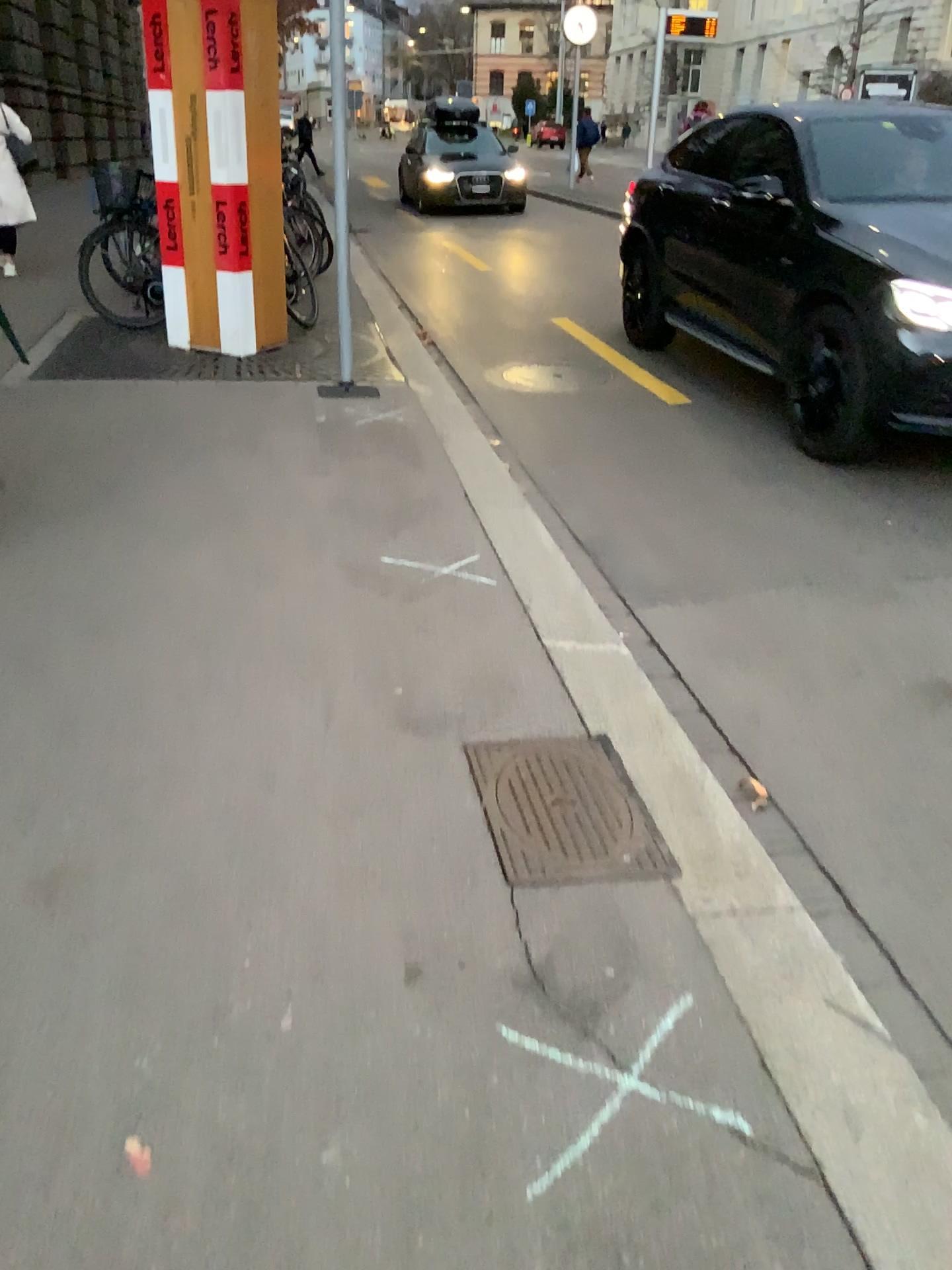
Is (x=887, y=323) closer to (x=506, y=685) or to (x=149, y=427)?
(x=506, y=685)
